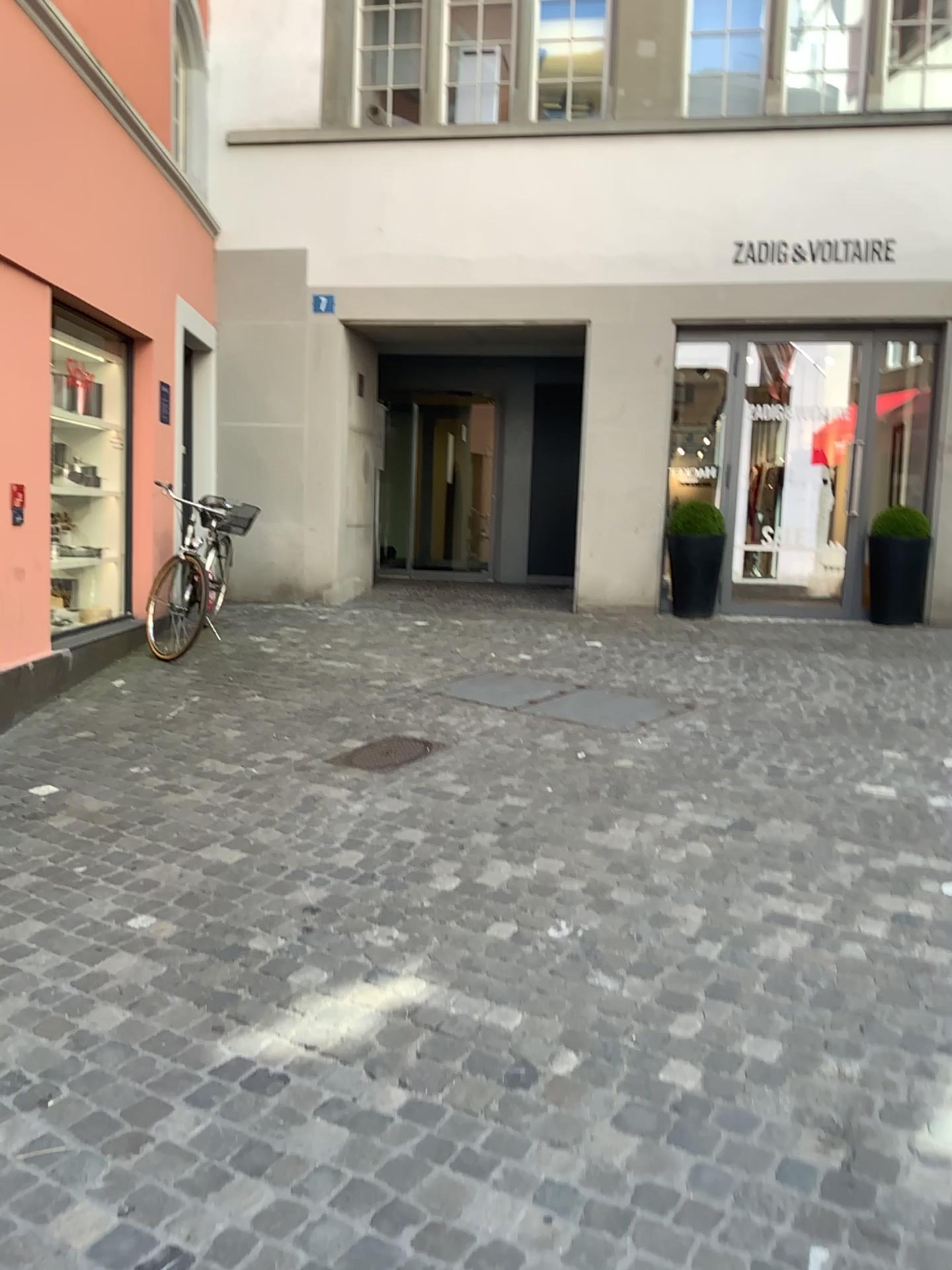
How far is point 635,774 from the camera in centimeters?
445cm
